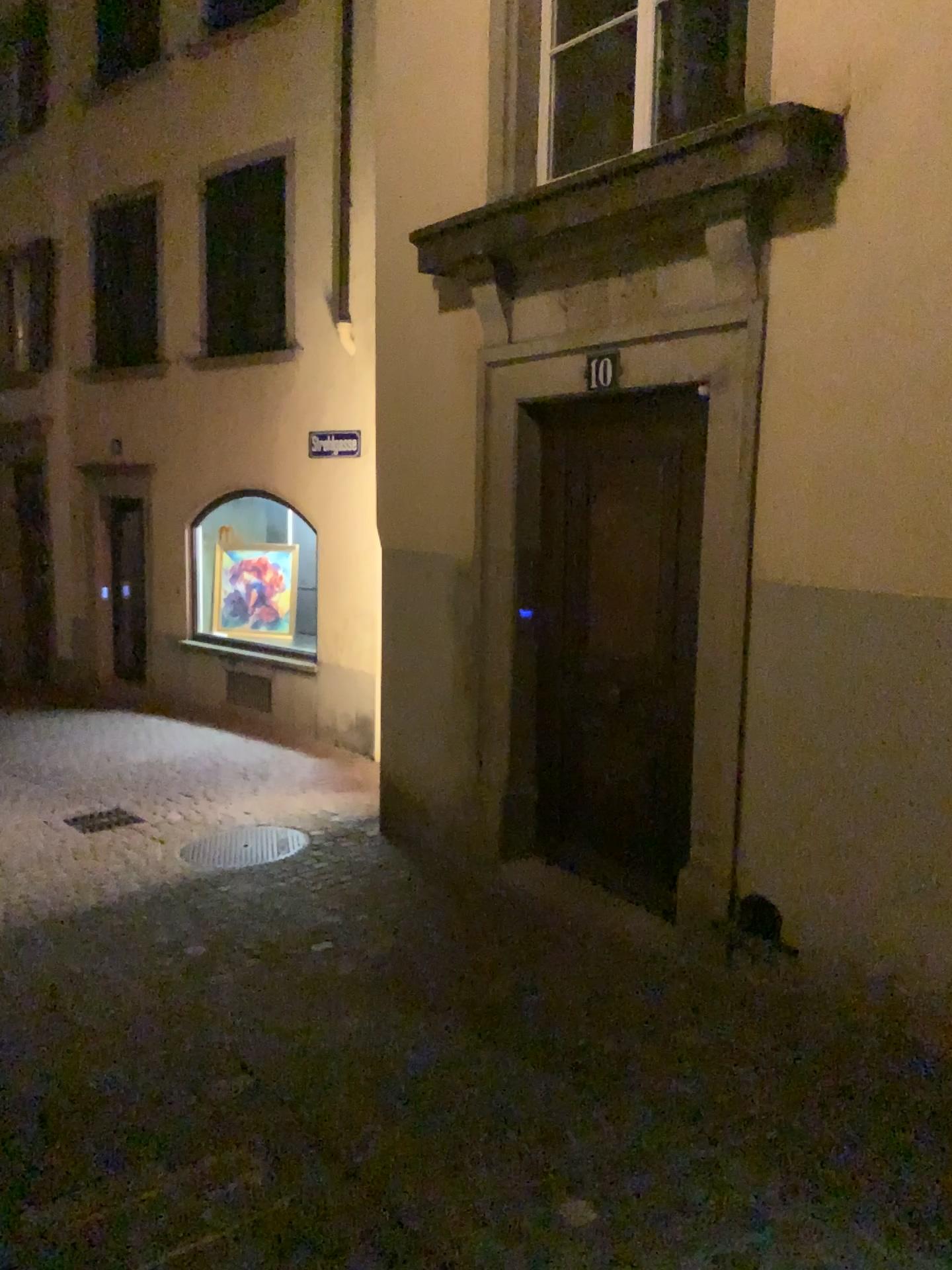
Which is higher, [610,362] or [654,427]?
[610,362]

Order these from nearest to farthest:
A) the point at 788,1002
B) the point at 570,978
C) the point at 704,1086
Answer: the point at 704,1086 < the point at 788,1002 < the point at 570,978
